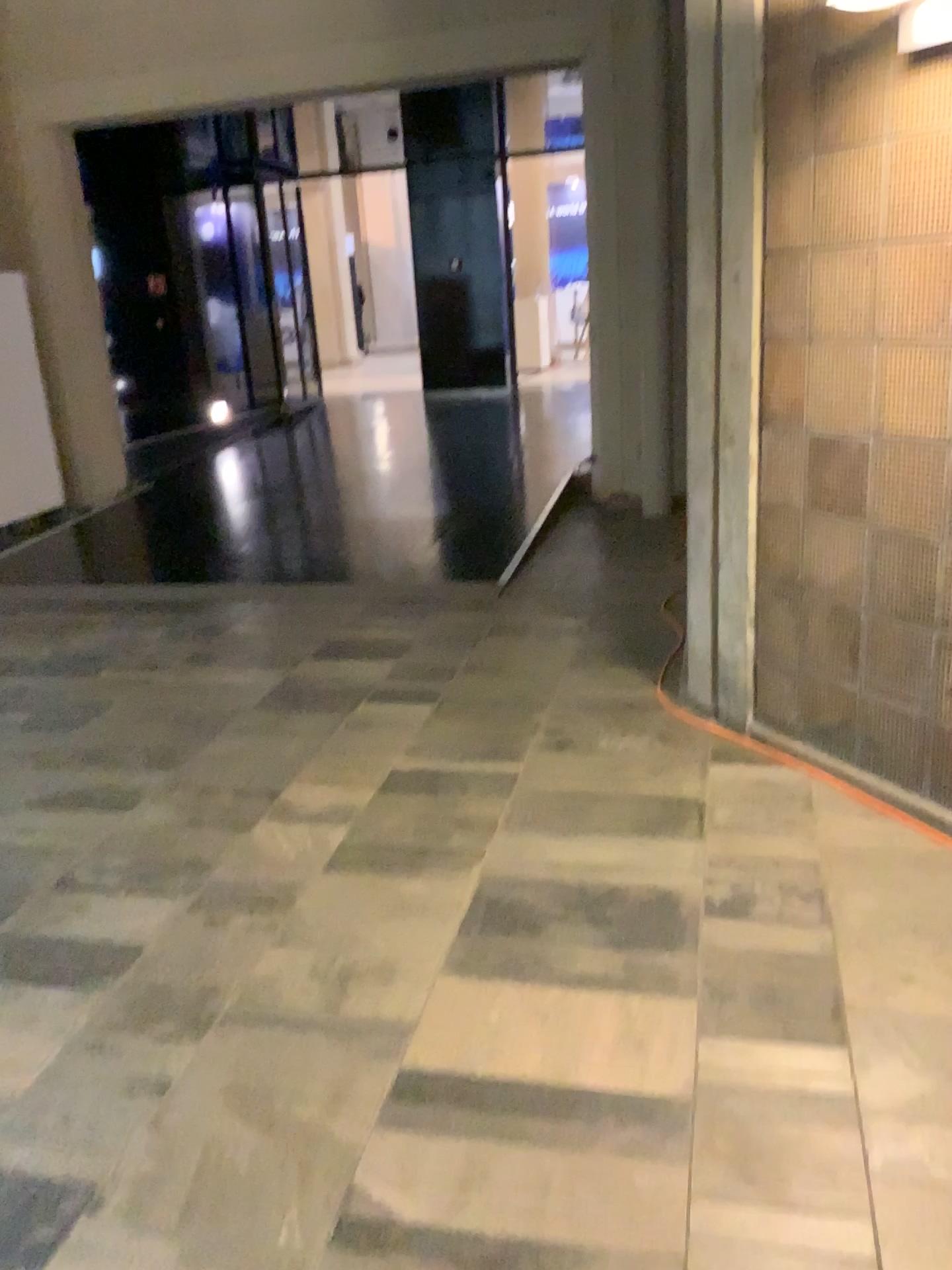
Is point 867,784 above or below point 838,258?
below
